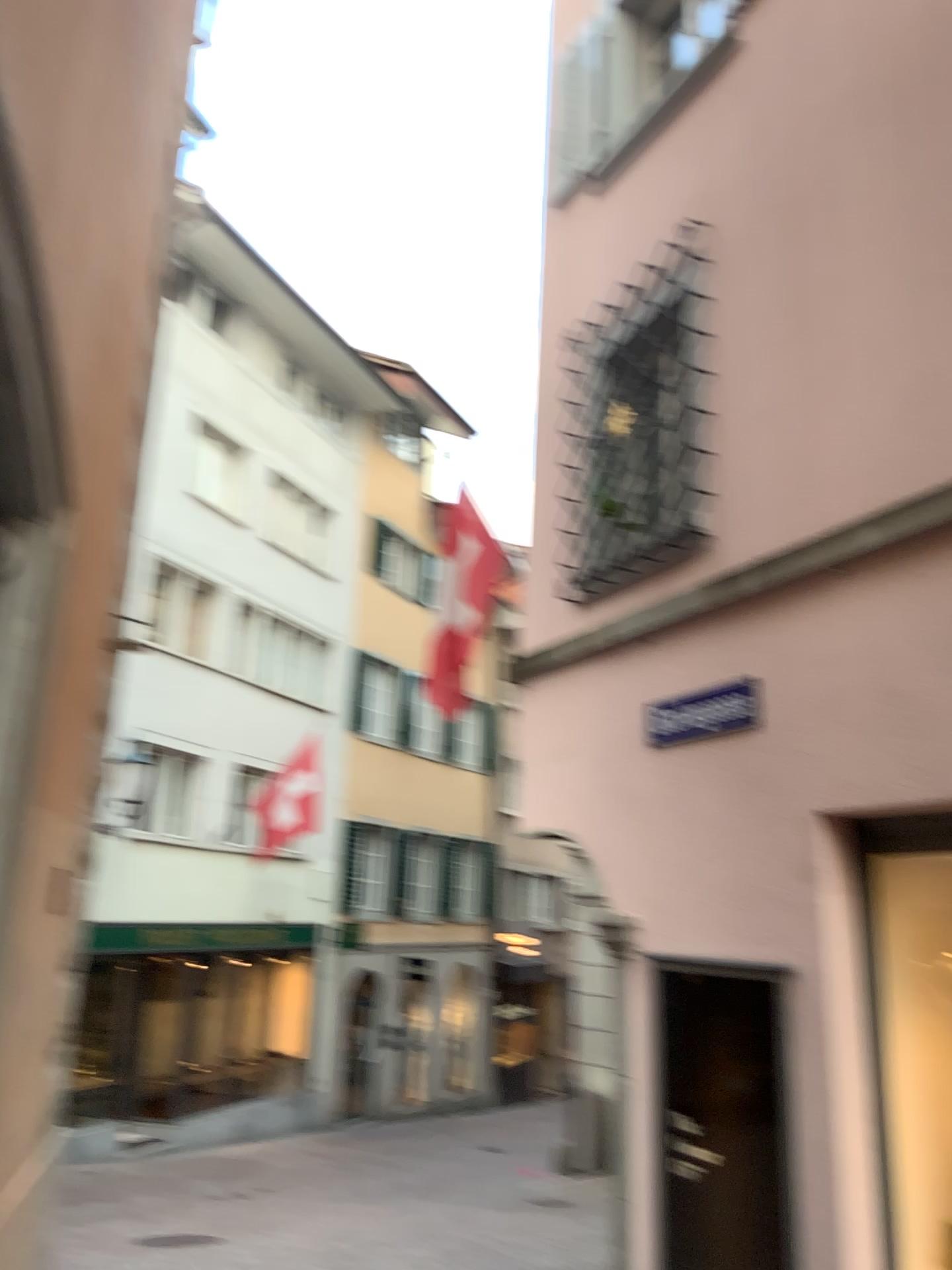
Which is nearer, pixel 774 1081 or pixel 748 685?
pixel 774 1081

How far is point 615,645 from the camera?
5.48m

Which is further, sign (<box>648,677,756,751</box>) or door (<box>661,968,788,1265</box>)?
sign (<box>648,677,756,751</box>)

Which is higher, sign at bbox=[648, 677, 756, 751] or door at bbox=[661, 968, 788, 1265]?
sign at bbox=[648, 677, 756, 751]

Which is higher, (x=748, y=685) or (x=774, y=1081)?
(x=748, y=685)
